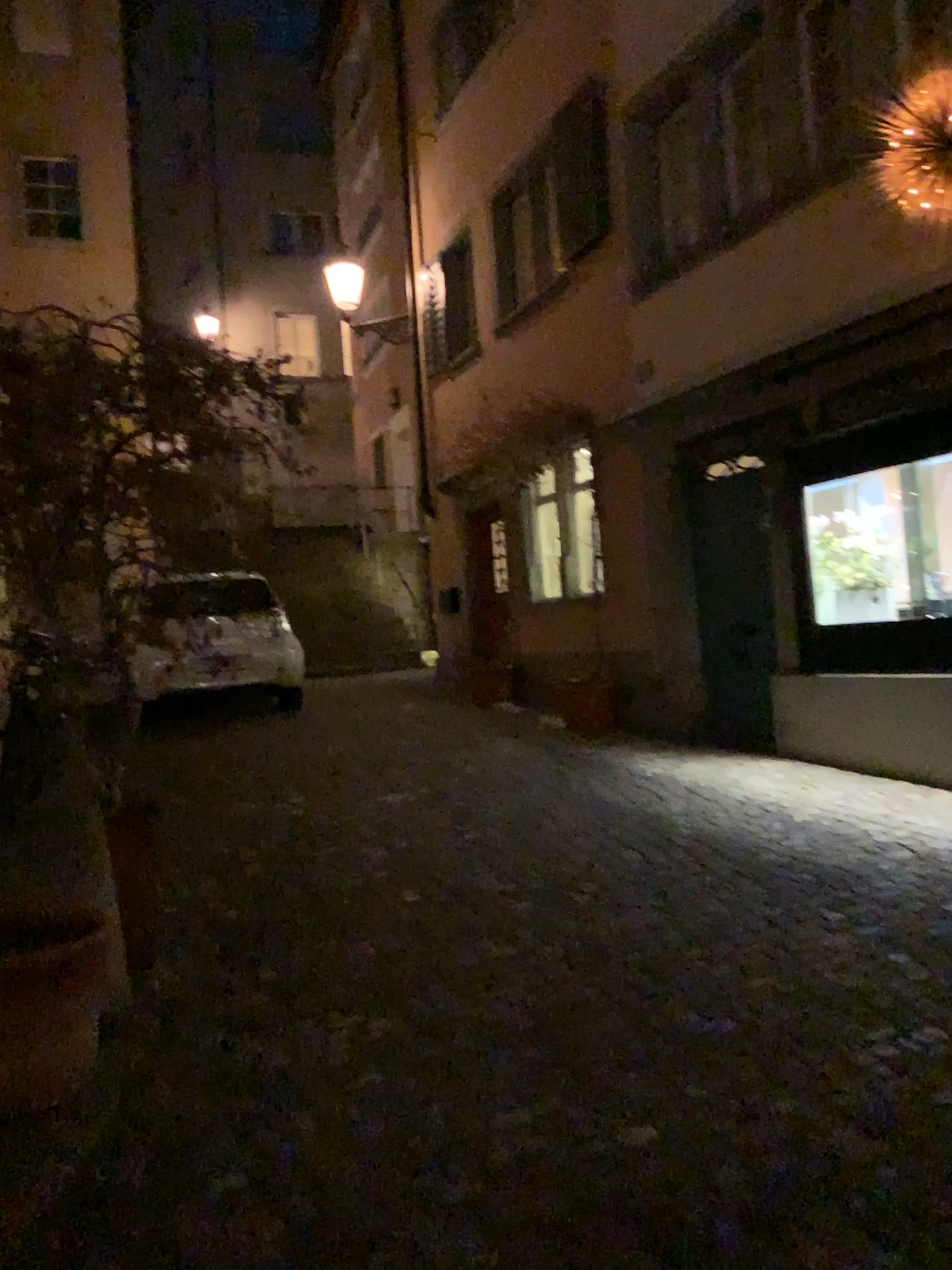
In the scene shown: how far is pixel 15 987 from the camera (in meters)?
2.68

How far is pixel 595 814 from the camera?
5.7 meters

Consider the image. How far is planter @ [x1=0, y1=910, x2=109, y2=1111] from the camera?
2.68m
